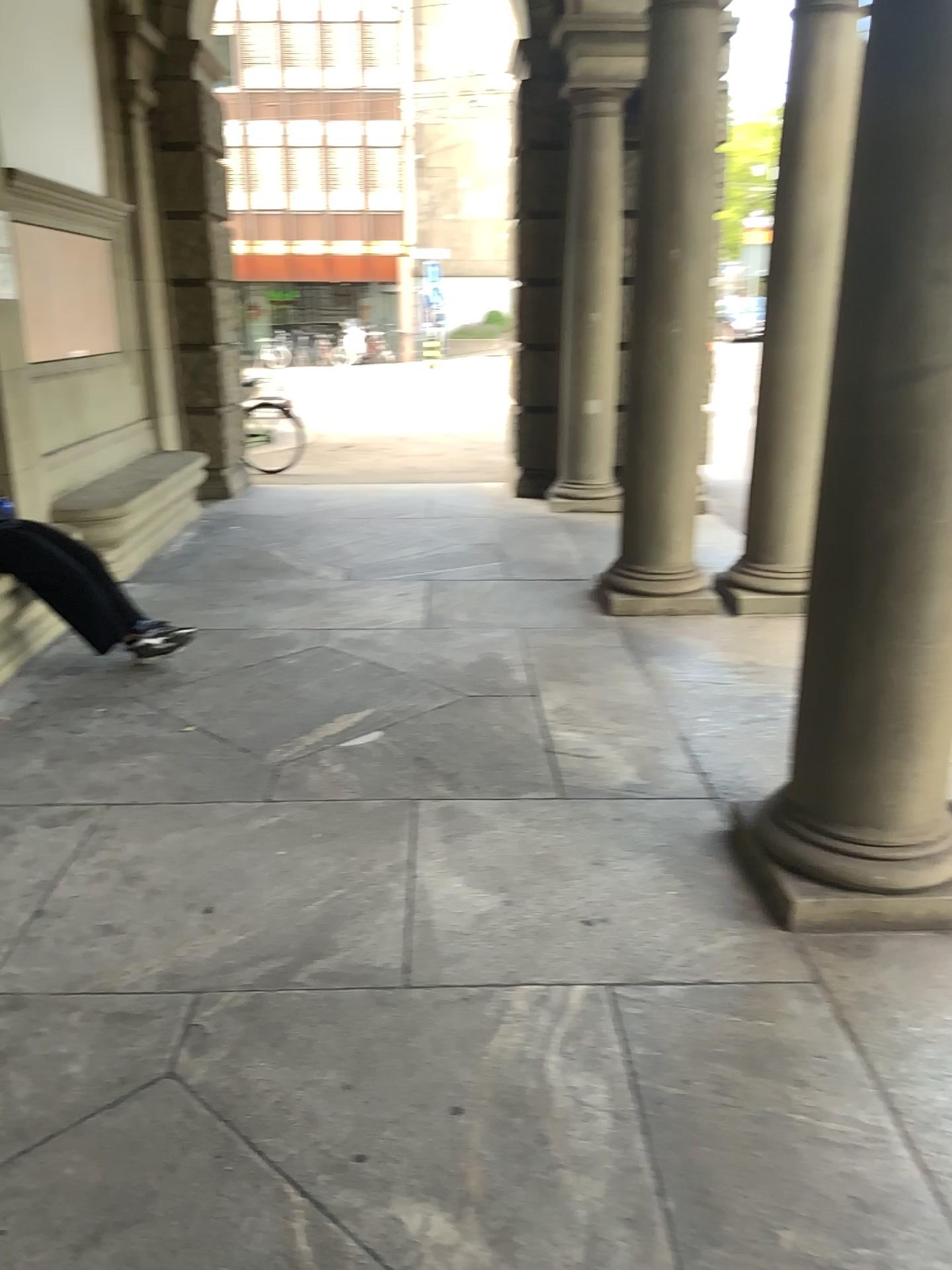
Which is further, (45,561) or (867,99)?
(45,561)

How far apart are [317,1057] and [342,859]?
0.9 meters

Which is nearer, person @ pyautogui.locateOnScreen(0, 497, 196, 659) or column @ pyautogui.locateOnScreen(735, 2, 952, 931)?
column @ pyautogui.locateOnScreen(735, 2, 952, 931)

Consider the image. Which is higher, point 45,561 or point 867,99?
point 867,99
